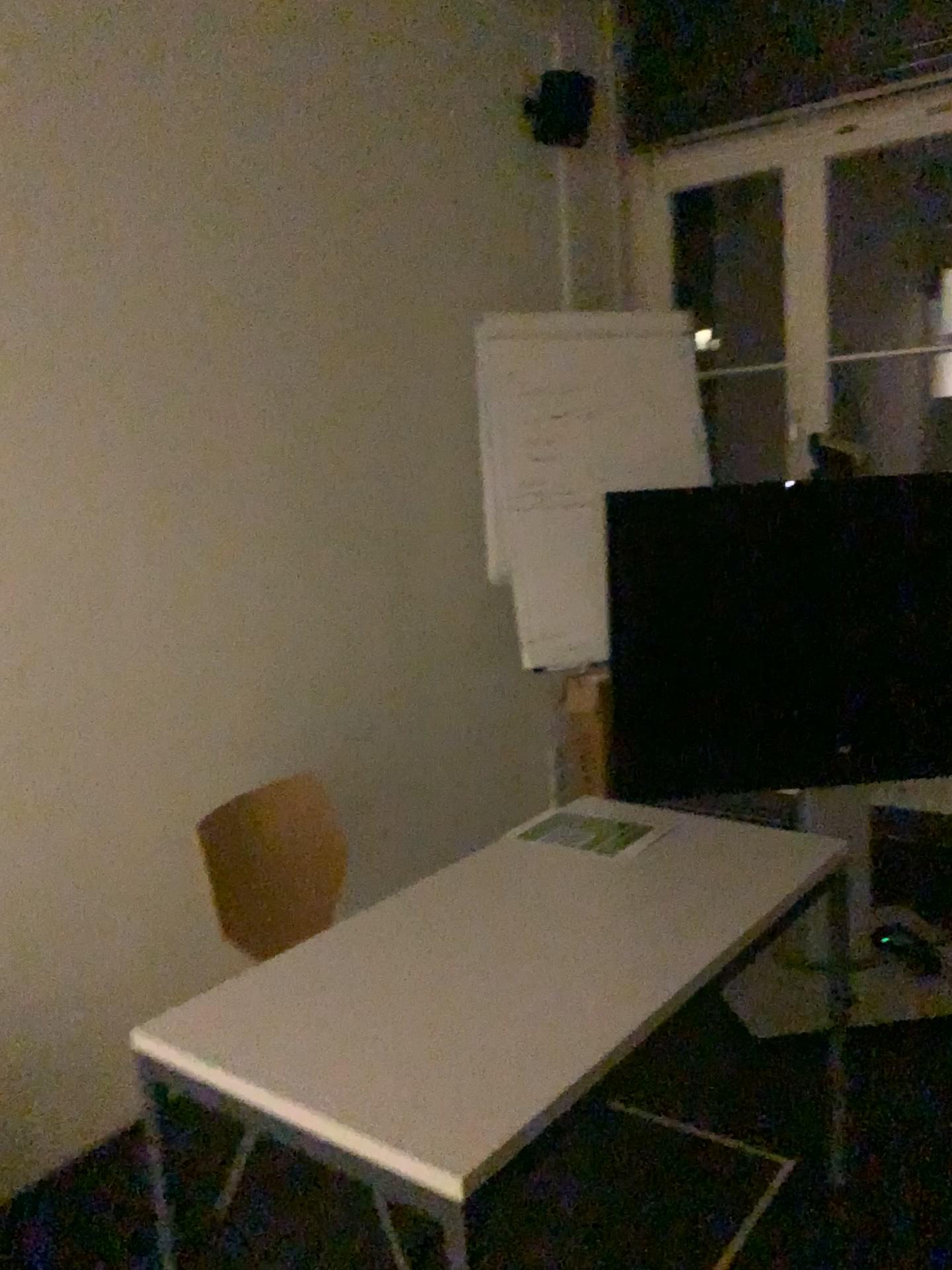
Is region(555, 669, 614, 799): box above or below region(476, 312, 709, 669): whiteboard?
below

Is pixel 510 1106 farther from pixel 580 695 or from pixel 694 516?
pixel 580 695

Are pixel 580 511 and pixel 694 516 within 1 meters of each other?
yes

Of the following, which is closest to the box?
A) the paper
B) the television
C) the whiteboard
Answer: the whiteboard

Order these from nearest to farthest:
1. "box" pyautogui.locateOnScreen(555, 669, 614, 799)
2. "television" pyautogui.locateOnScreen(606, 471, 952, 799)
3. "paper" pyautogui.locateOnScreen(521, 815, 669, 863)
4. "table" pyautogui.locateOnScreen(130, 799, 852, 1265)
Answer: "table" pyautogui.locateOnScreen(130, 799, 852, 1265), "paper" pyautogui.locateOnScreen(521, 815, 669, 863), "television" pyautogui.locateOnScreen(606, 471, 952, 799), "box" pyautogui.locateOnScreen(555, 669, 614, 799)

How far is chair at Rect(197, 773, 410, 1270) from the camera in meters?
2.2

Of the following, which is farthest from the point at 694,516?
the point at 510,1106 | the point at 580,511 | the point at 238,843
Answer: the point at 510,1106

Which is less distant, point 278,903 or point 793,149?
point 278,903

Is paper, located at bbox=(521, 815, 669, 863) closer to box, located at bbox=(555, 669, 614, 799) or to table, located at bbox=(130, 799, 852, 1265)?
table, located at bbox=(130, 799, 852, 1265)

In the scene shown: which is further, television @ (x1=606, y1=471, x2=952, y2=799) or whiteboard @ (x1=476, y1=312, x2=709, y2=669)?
whiteboard @ (x1=476, y1=312, x2=709, y2=669)
